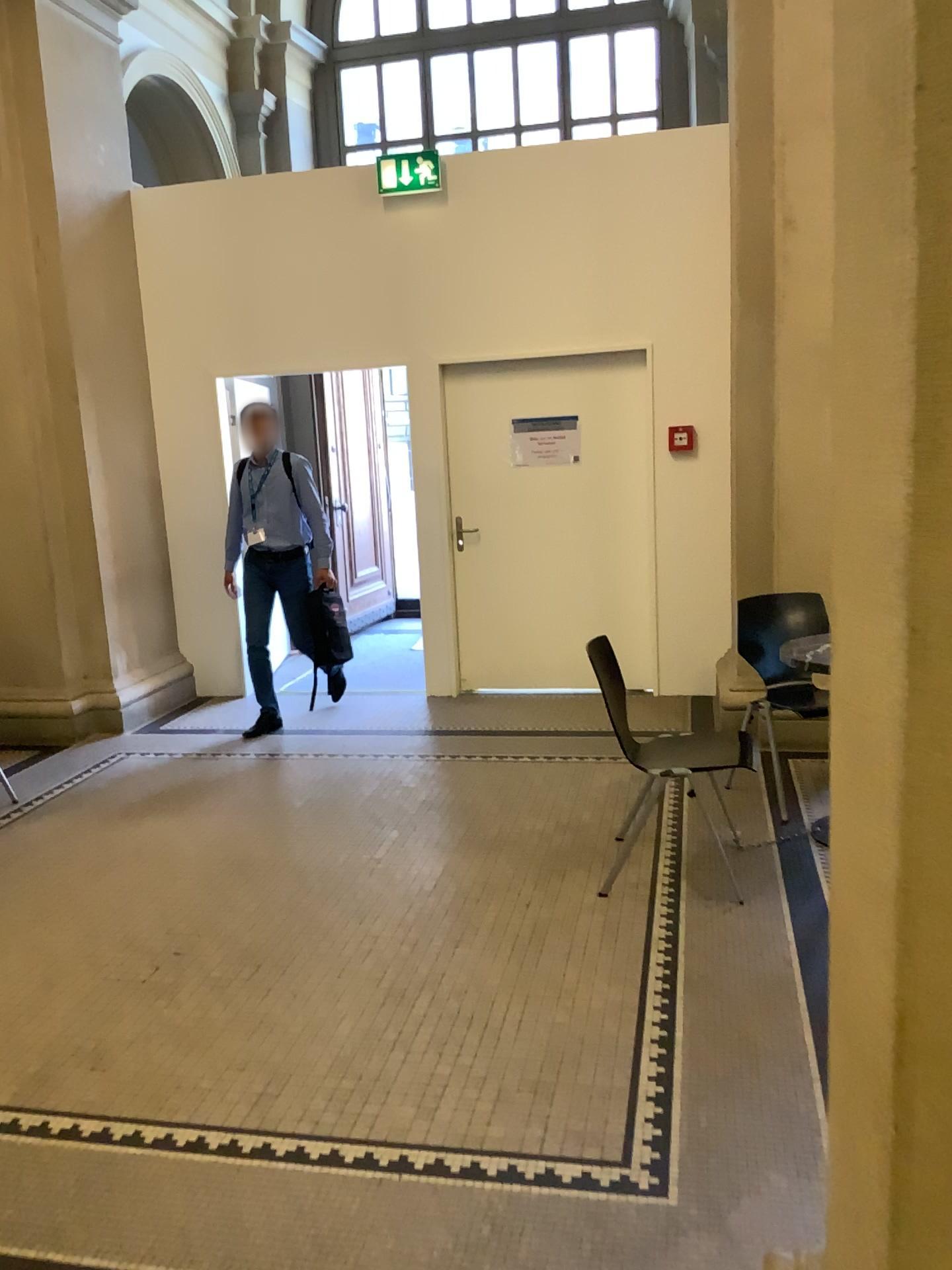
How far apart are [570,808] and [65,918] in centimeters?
198cm
